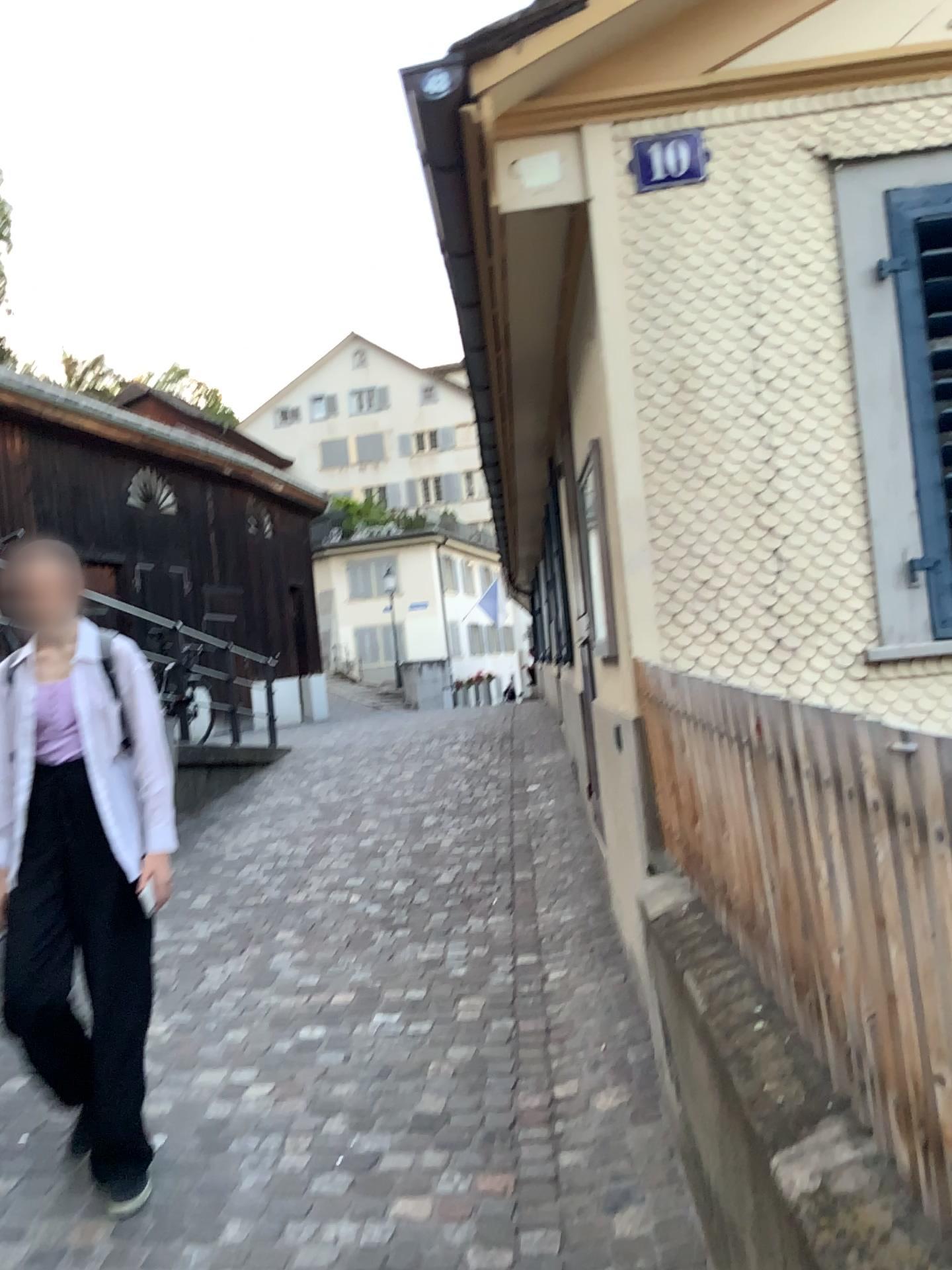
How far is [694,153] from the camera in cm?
305

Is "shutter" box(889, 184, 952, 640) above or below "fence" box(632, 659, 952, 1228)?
above

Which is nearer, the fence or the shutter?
the fence

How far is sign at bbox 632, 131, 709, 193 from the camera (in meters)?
3.05

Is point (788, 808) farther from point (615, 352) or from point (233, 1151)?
point (233, 1151)

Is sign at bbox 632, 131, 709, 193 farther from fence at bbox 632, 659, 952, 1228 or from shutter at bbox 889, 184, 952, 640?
fence at bbox 632, 659, 952, 1228

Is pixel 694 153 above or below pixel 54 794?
above

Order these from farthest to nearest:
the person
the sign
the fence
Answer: the sign
the person
the fence

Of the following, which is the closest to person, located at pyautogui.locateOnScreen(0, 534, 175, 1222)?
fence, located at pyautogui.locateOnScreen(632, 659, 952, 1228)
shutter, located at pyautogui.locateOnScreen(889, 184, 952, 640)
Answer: fence, located at pyautogui.locateOnScreen(632, 659, 952, 1228)

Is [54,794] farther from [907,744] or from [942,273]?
[942,273]
